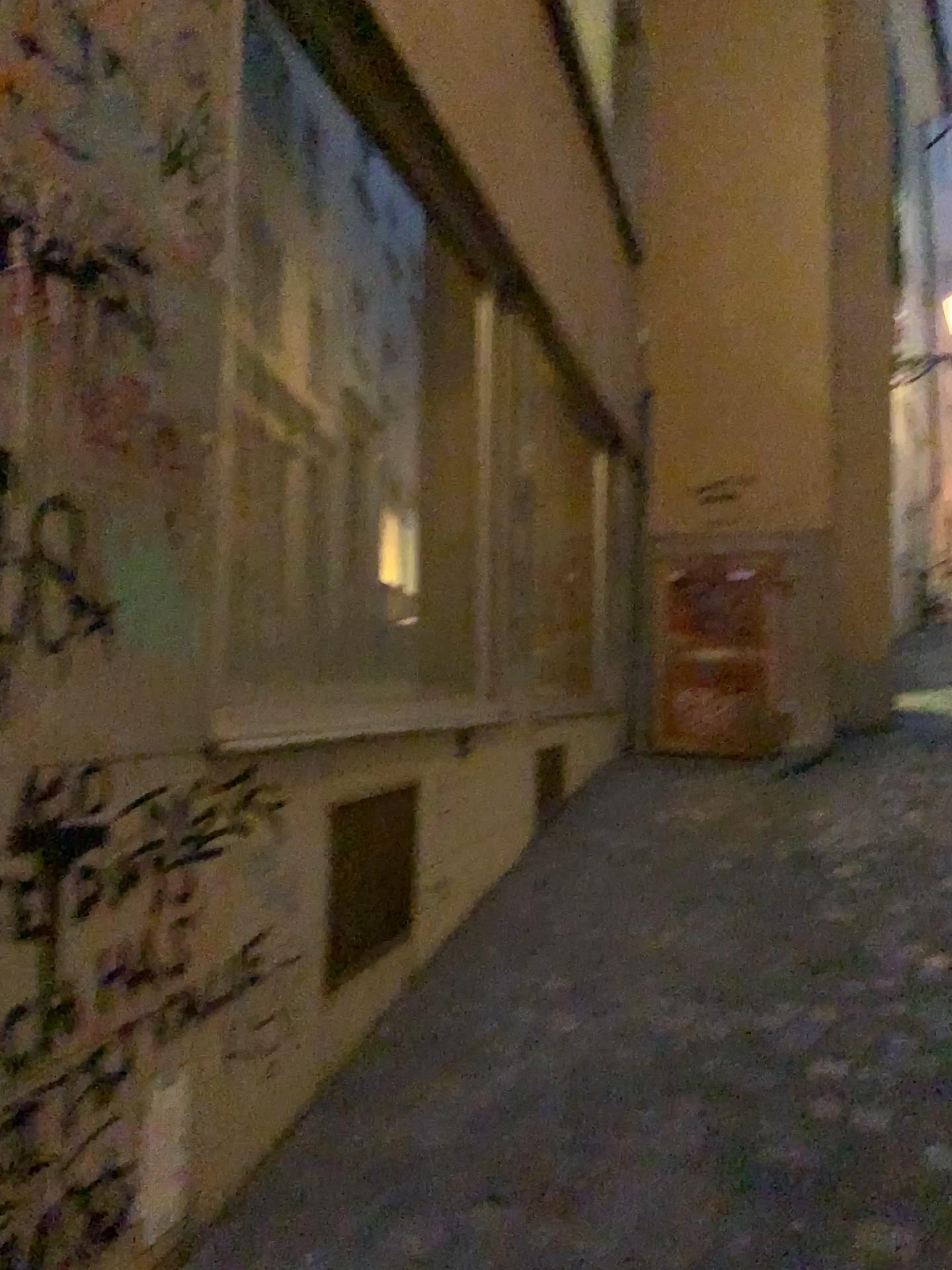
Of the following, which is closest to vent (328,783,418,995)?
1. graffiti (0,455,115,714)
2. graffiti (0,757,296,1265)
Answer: graffiti (0,757,296,1265)

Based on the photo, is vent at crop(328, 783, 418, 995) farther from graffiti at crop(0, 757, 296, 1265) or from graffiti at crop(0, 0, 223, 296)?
graffiti at crop(0, 0, 223, 296)

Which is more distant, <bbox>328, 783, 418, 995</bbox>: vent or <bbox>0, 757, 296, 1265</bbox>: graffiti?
<bbox>328, 783, 418, 995</bbox>: vent

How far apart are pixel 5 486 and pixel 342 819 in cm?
136

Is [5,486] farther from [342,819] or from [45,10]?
[342,819]

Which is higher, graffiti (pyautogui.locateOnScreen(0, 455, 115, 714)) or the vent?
graffiti (pyautogui.locateOnScreen(0, 455, 115, 714))

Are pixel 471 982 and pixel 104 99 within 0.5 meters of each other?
no

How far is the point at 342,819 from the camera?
2.5 meters

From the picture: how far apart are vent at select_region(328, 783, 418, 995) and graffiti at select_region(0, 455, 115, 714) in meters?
1.1

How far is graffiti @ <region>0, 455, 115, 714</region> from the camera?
1.4m
